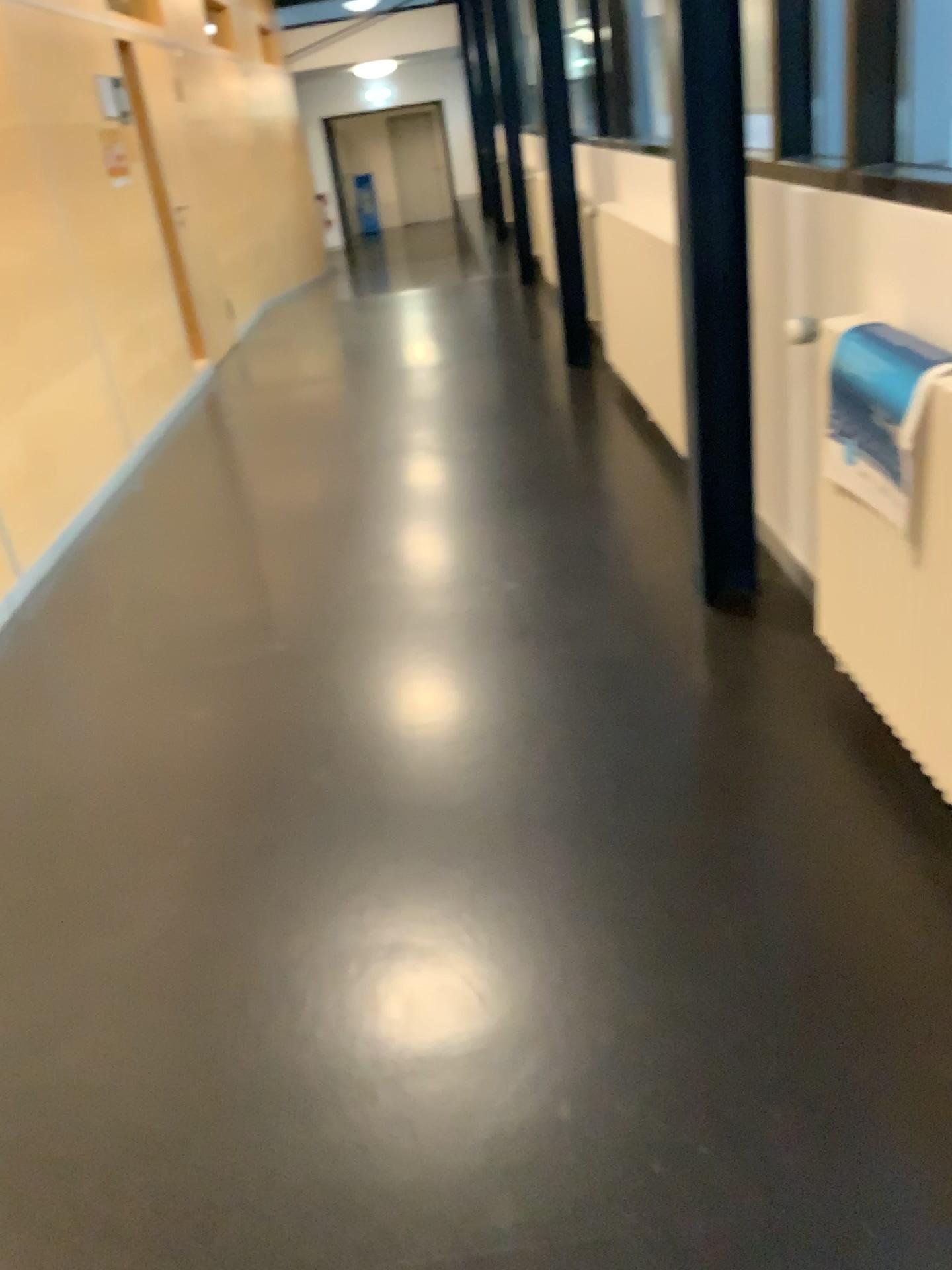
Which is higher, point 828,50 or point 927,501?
point 828,50

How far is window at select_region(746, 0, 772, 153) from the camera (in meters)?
2.42

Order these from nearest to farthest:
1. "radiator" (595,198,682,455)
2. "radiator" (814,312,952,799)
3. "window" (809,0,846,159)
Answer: "radiator" (814,312,952,799) → "window" (809,0,846,159) → "radiator" (595,198,682,455)

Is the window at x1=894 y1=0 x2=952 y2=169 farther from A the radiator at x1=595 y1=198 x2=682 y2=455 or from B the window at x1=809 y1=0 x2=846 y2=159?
A the radiator at x1=595 y1=198 x2=682 y2=455

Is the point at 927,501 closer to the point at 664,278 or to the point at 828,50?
the point at 828,50

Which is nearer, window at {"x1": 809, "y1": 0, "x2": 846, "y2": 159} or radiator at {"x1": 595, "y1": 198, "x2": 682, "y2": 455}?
window at {"x1": 809, "y1": 0, "x2": 846, "y2": 159}

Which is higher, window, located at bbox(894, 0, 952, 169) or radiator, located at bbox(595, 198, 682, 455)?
window, located at bbox(894, 0, 952, 169)

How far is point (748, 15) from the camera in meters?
2.4 m

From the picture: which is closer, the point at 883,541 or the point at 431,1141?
the point at 431,1141

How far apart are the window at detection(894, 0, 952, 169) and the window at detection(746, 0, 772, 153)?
0.3 meters
